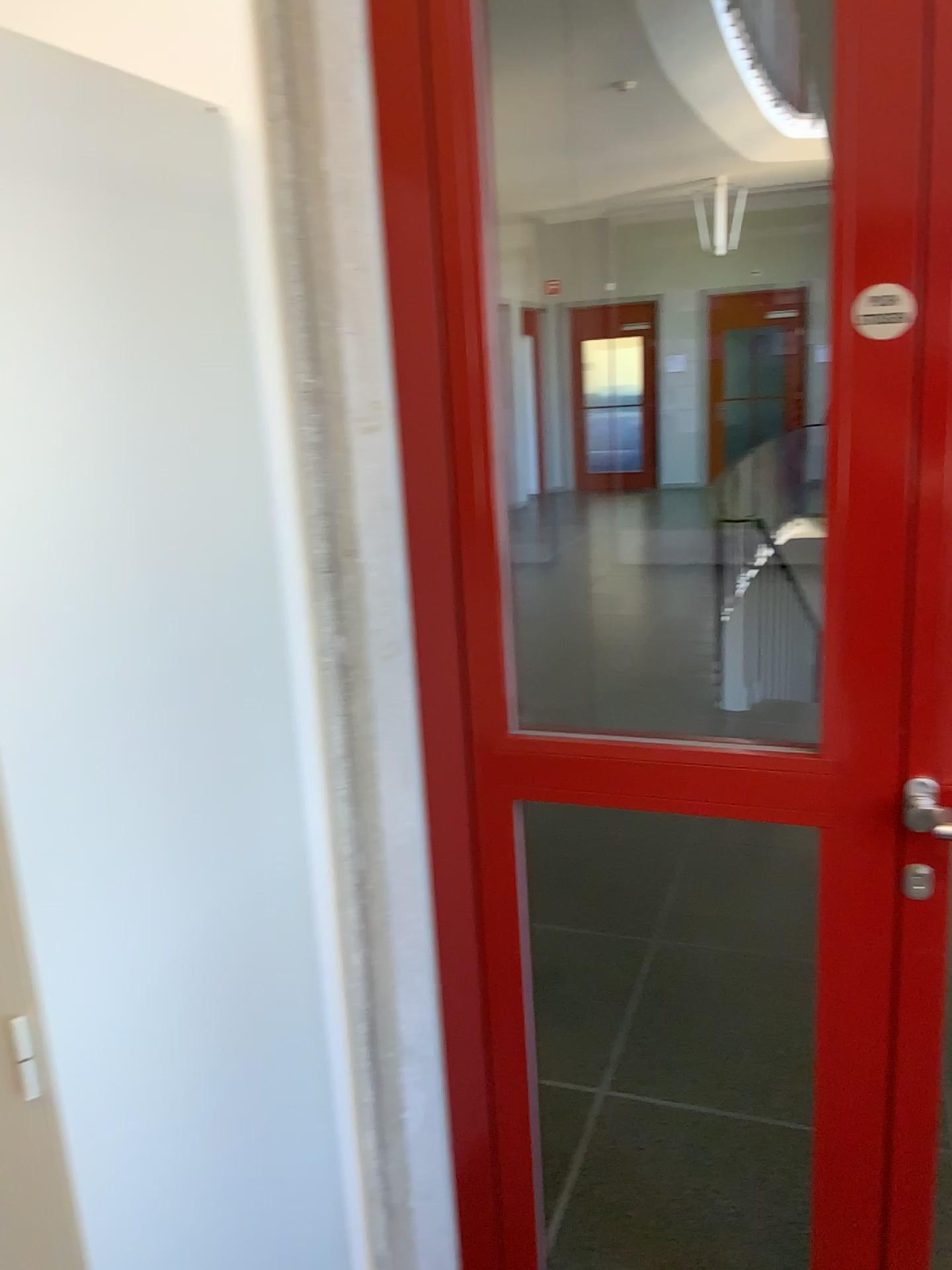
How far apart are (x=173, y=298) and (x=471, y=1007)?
1.1m

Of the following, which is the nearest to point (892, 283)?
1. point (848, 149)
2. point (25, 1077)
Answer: point (848, 149)

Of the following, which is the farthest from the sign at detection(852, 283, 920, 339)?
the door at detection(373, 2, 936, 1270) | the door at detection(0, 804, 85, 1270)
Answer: the door at detection(0, 804, 85, 1270)

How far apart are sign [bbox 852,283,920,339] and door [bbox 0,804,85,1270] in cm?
109

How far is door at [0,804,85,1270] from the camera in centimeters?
110cm

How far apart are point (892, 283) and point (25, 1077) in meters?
1.2

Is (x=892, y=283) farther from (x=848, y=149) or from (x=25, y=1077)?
(x=25, y=1077)

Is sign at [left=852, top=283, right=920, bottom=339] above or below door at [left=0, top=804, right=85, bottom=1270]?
above

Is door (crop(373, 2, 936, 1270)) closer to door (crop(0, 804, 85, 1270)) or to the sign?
the sign
